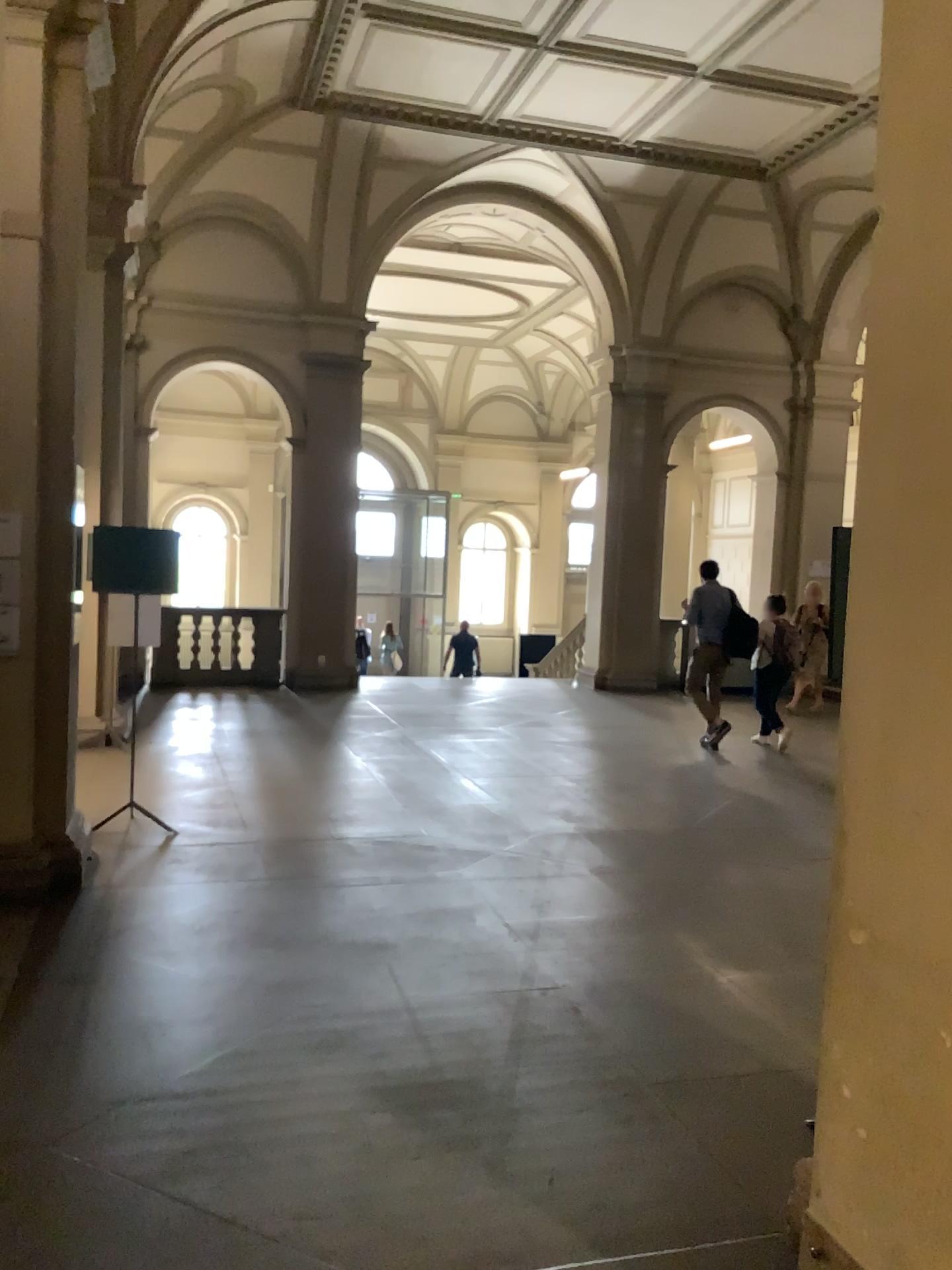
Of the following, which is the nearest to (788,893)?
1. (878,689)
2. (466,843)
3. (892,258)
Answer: (466,843)

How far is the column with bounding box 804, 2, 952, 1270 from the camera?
2.1m

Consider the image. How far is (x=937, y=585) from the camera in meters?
2.1
